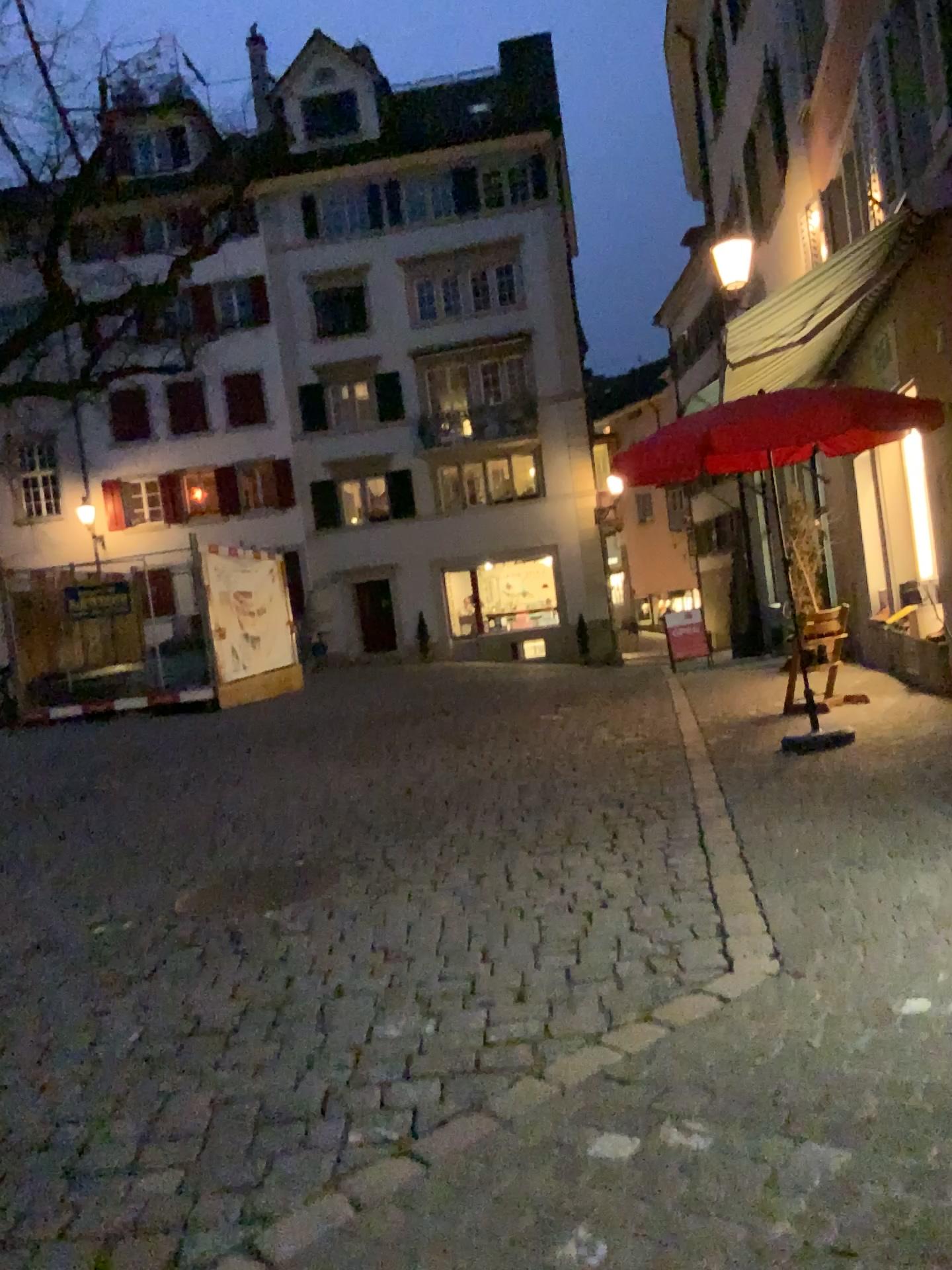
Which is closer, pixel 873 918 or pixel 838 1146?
pixel 838 1146
